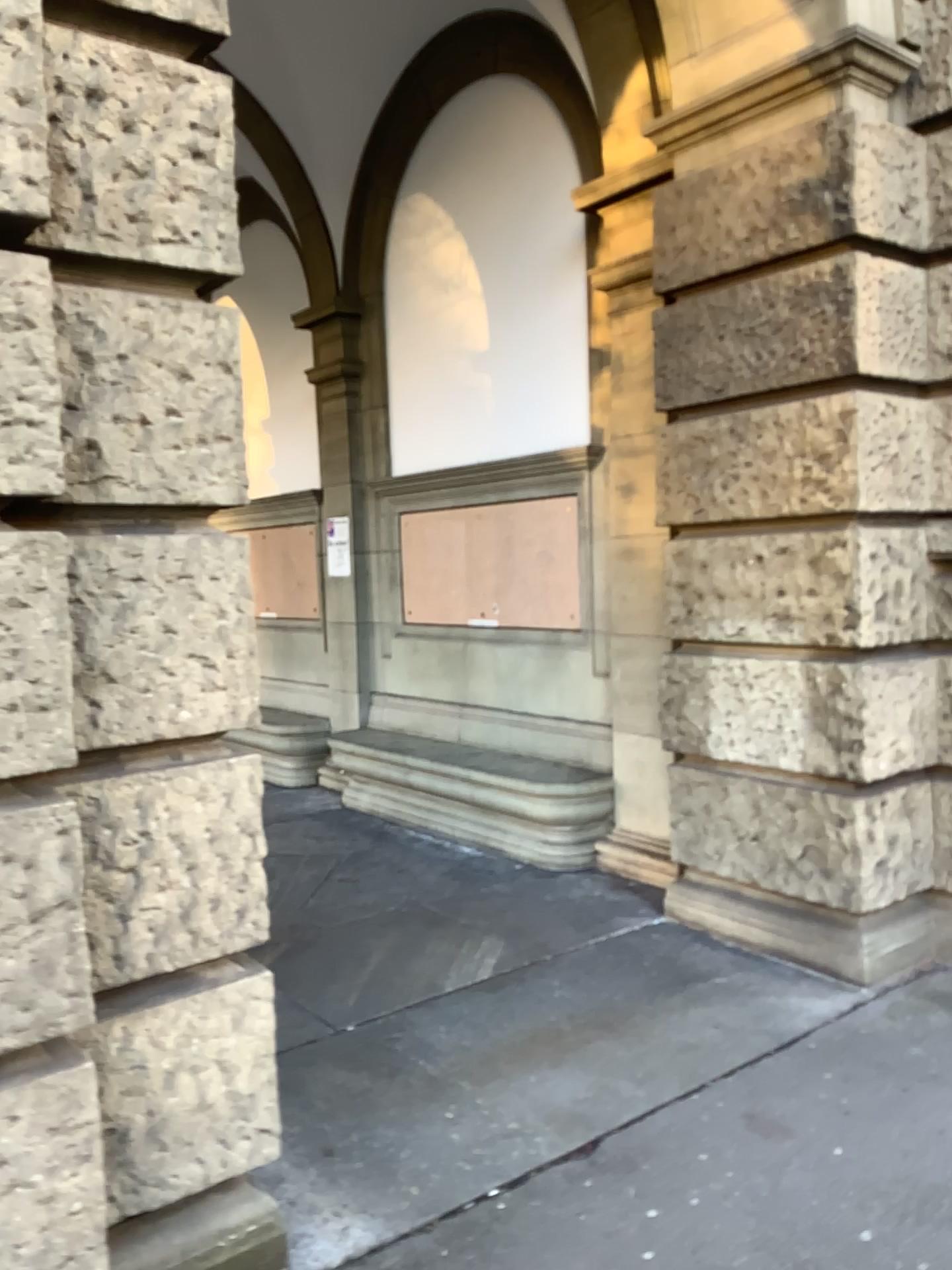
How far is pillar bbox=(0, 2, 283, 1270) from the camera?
1.94m

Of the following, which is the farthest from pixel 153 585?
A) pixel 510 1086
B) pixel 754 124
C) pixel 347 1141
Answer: pixel 754 124

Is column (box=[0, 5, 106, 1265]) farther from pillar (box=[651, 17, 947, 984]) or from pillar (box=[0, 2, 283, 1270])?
pillar (box=[651, 17, 947, 984])

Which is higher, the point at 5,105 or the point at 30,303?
the point at 5,105

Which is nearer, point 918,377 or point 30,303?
point 30,303

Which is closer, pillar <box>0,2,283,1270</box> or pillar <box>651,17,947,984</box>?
pillar <box>0,2,283,1270</box>

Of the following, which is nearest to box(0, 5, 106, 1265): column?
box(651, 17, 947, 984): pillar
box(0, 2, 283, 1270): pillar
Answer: box(0, 2, 283, 1270): pillar

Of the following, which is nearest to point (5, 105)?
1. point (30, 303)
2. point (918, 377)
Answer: point (30, 303)
